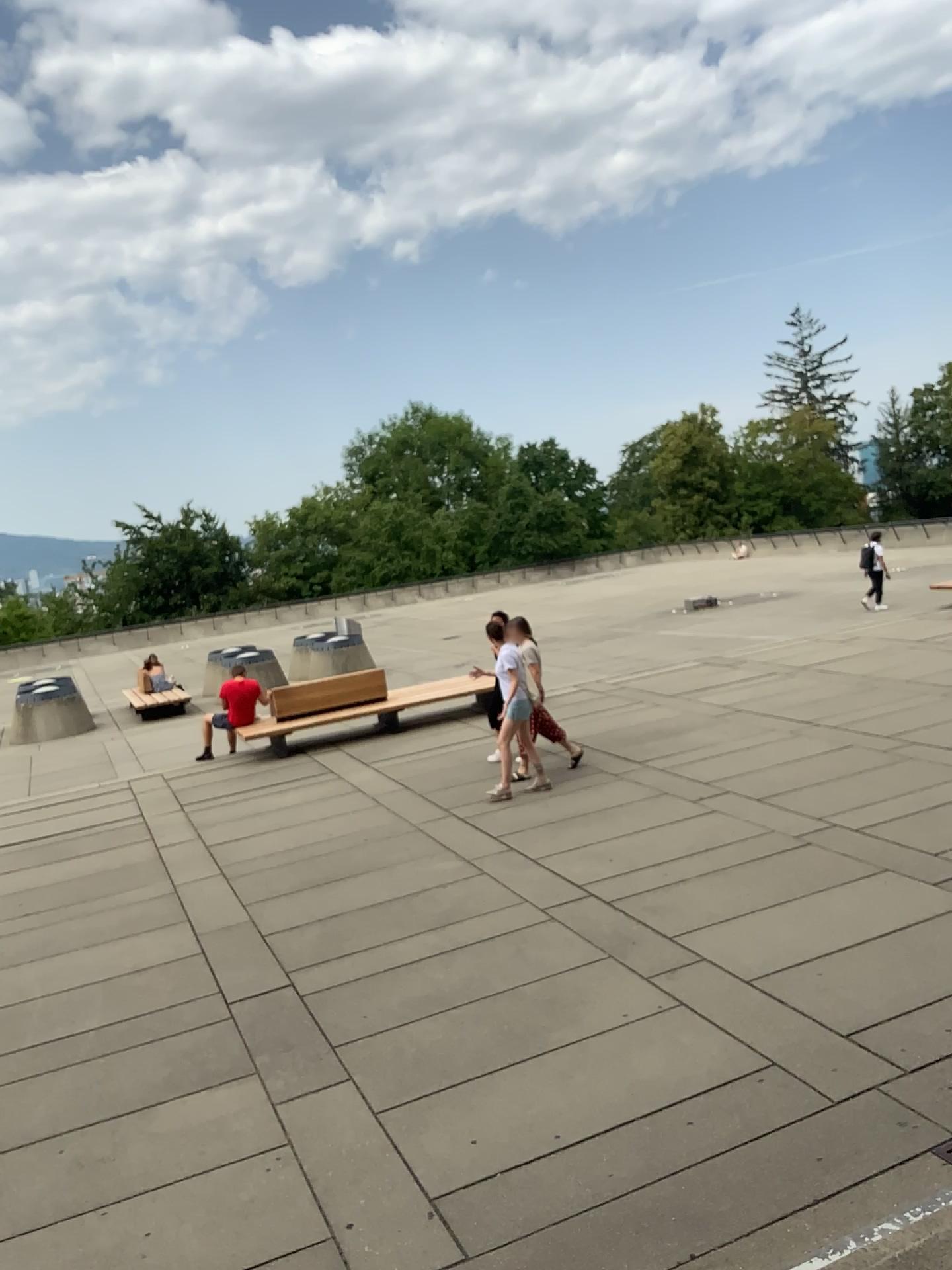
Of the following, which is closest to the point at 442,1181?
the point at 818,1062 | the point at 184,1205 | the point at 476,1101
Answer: the point at 476,1101
